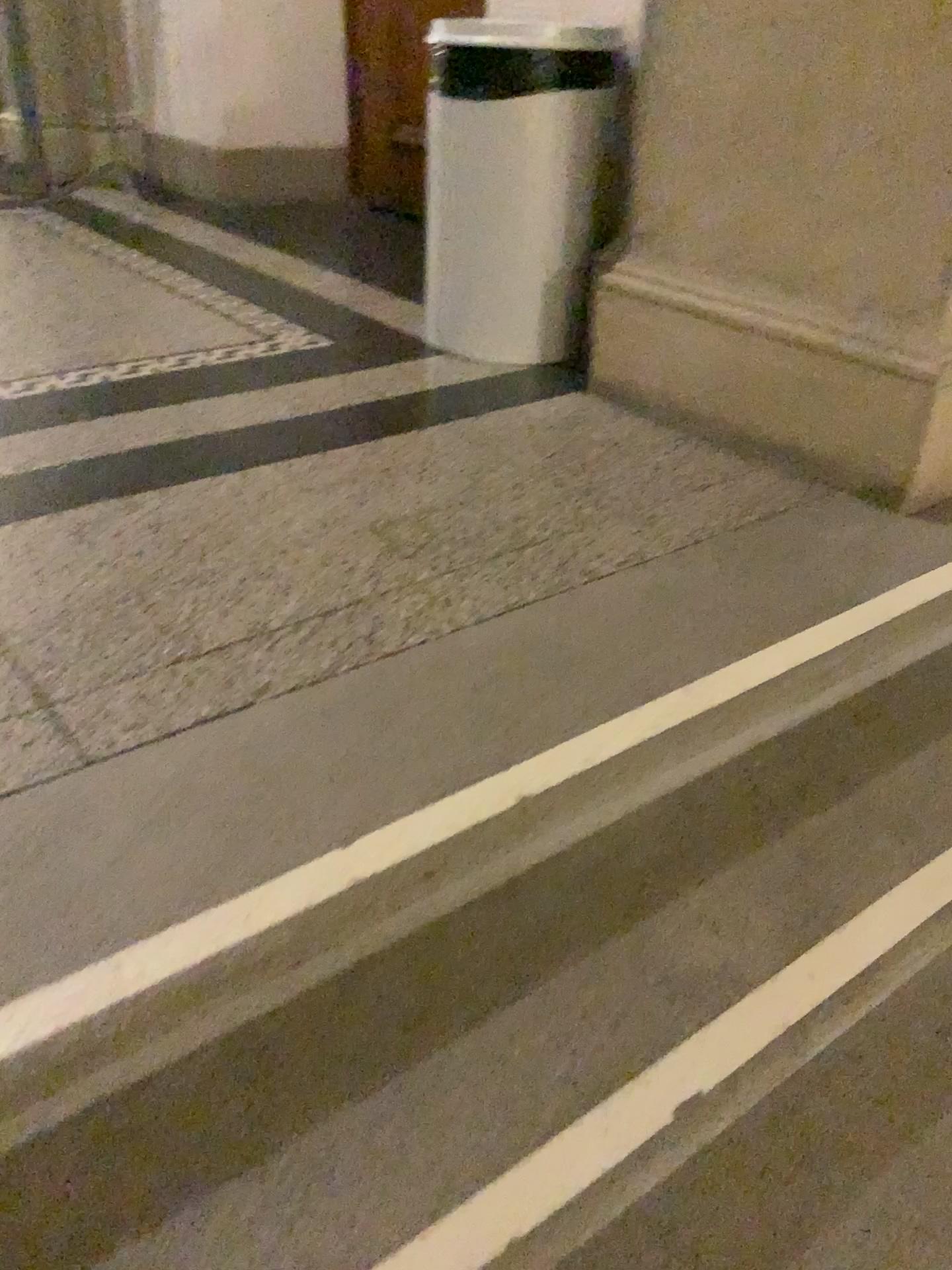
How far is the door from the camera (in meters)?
4.03

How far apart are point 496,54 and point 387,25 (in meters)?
2.03

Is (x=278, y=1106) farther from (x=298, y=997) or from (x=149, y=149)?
(x=149, y=149)

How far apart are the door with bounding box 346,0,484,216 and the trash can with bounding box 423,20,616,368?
1.8 meters

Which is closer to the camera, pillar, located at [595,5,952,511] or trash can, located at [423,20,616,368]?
pillar, located at [595,5,952,511]

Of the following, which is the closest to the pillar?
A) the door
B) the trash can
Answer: the trash can

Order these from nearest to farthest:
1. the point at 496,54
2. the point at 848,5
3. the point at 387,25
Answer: the point at 848,5 → the point at 496,54 → the point at 387,25

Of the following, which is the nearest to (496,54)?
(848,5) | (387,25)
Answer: (848,5)

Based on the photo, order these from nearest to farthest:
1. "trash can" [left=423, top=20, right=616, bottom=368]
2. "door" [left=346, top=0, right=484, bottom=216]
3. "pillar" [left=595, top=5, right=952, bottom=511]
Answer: "pillar" [left=595, top=5, right=952, bottom=511]
"trash can" [left=423, top=20, right=616, bottom=368]
"door" [left=346, top=0, right=484, bottom=216]

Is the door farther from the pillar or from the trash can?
the pillar
